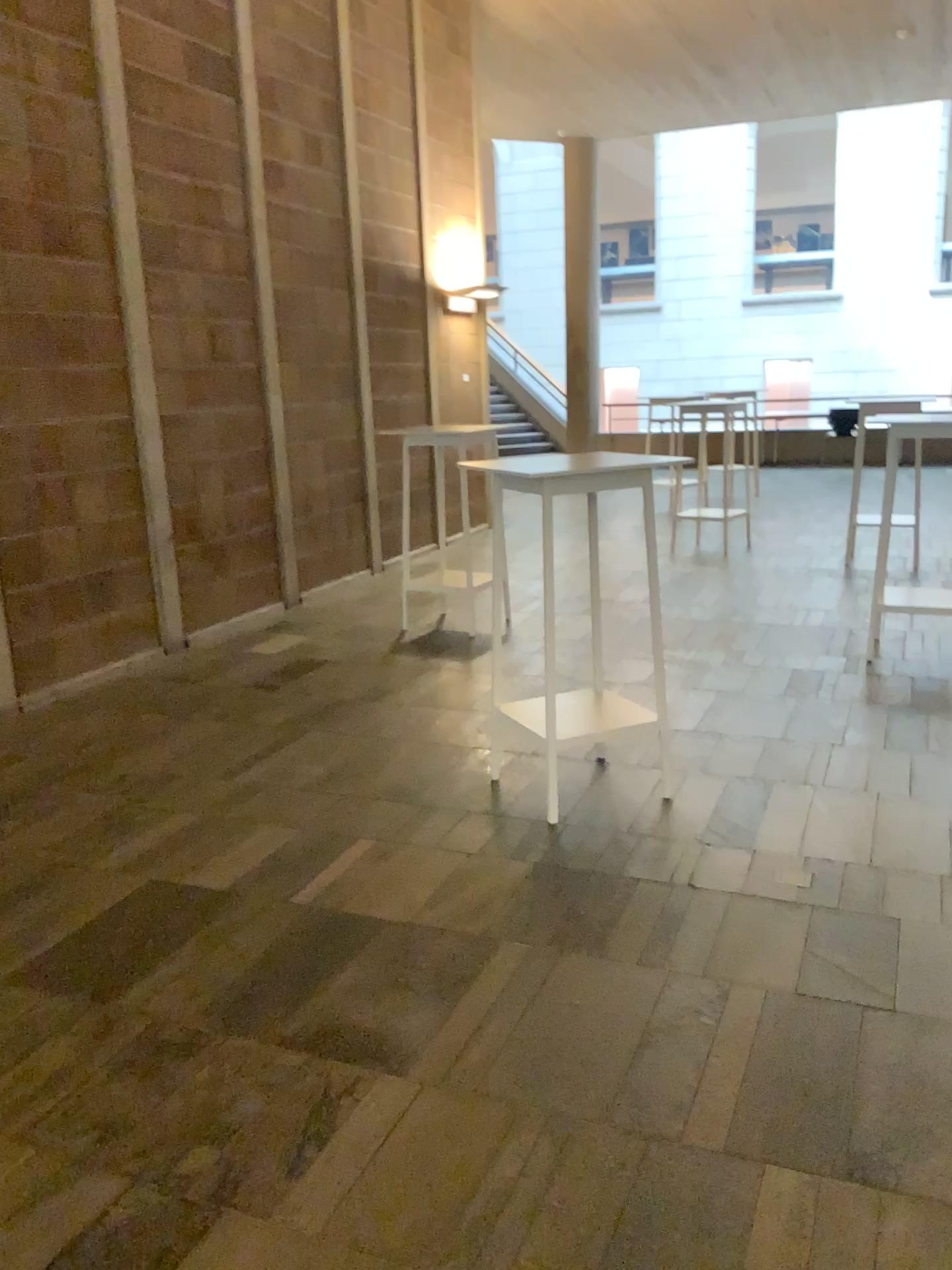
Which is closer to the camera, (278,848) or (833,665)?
(278,848)
